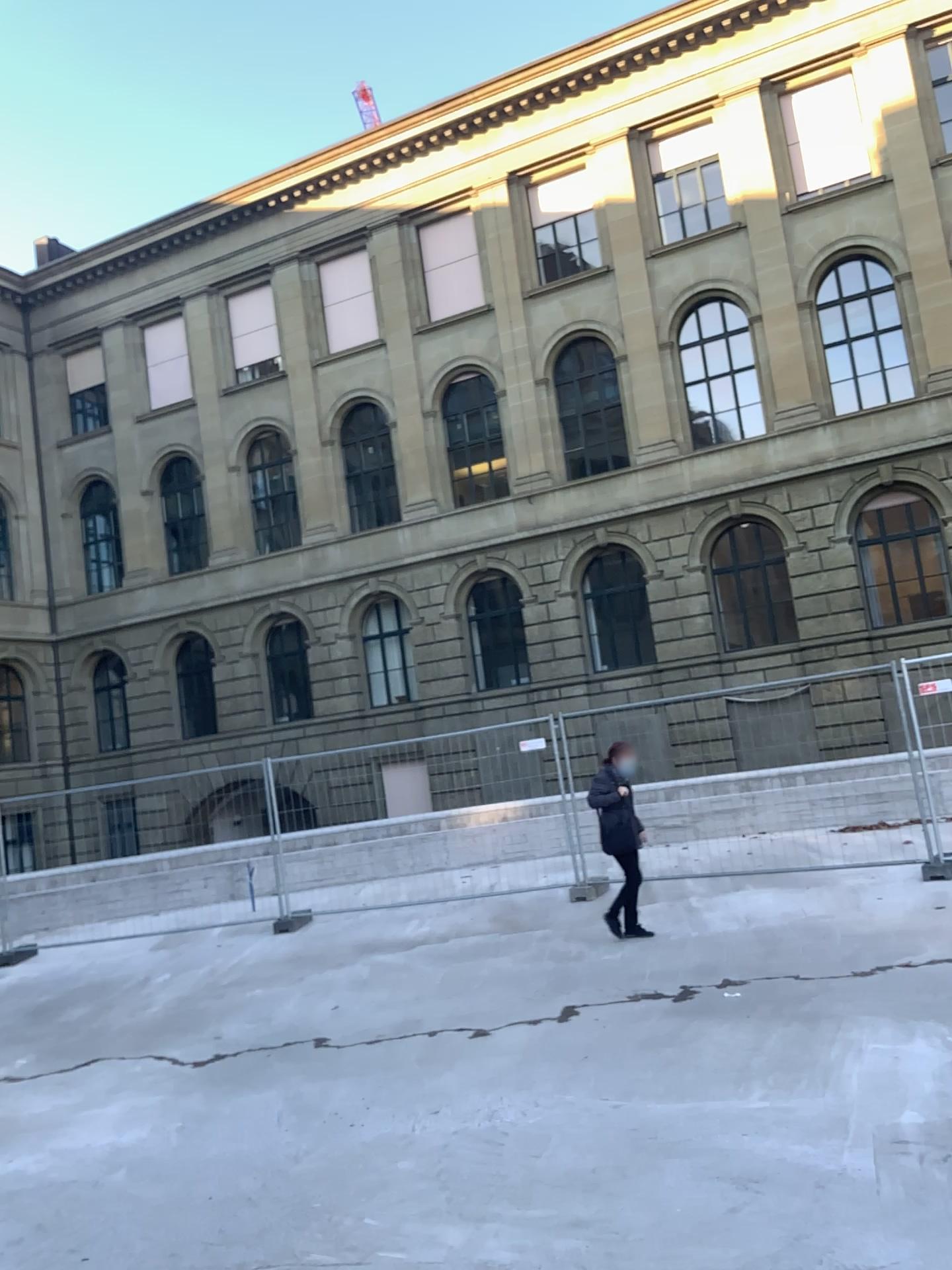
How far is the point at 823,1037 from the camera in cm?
527
